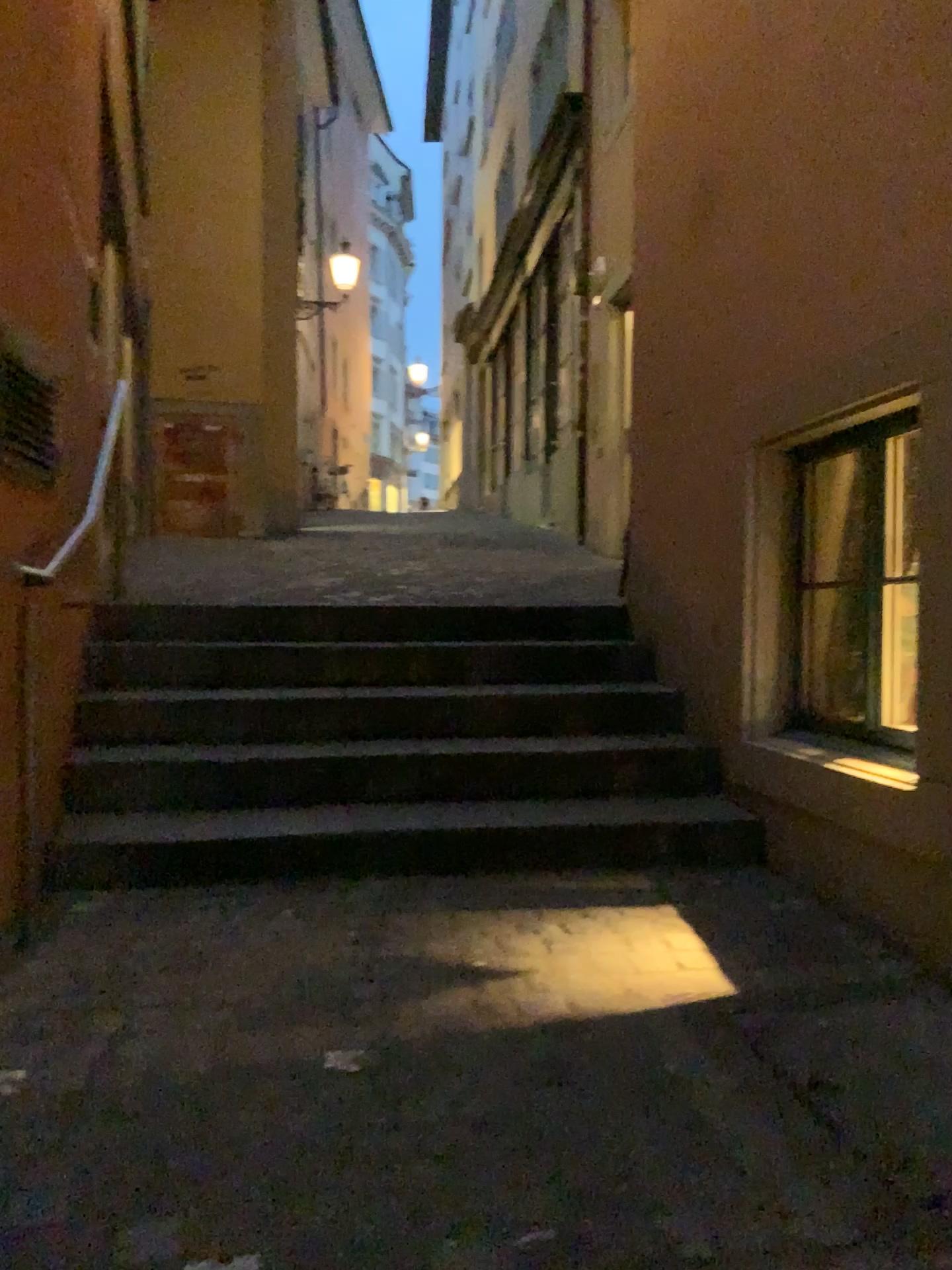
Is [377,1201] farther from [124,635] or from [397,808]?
[124,635]
